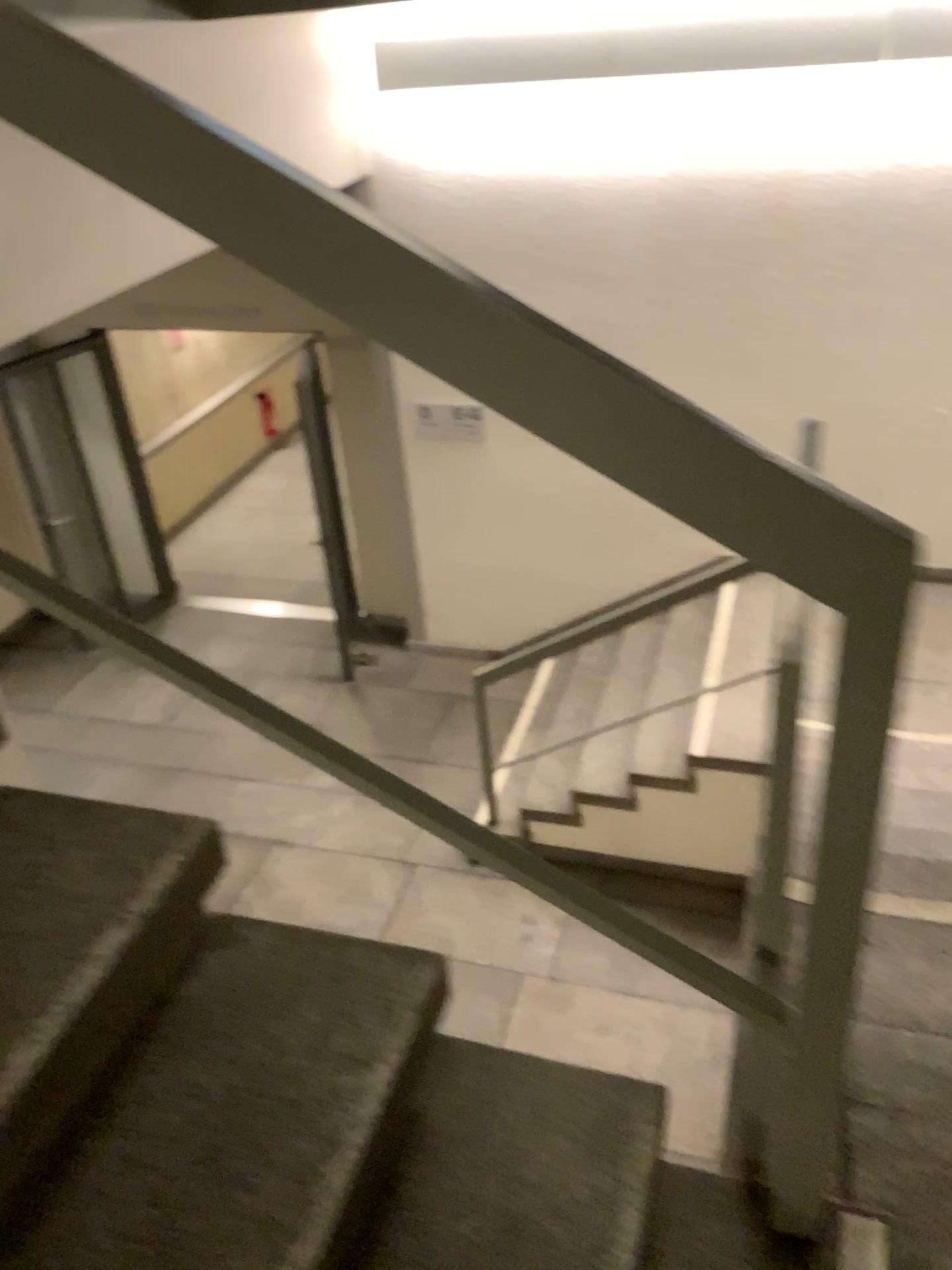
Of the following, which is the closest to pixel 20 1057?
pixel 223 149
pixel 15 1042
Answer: pixel 15 1042

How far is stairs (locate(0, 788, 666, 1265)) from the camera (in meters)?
1.05

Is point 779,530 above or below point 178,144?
below

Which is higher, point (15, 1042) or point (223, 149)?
point (223, 149)

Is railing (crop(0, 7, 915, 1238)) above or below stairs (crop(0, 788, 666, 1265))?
above

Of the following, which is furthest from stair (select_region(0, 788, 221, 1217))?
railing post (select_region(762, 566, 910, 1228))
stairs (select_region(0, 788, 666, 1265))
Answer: railing post (select_region(762, 566, 910, 1228))

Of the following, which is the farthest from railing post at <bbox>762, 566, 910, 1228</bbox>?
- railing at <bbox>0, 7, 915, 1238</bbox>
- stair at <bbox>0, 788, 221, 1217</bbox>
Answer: stair at <bbox>0, 788, 221, 1217</bbox>

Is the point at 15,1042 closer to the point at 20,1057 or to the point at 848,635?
the point at 20,1057

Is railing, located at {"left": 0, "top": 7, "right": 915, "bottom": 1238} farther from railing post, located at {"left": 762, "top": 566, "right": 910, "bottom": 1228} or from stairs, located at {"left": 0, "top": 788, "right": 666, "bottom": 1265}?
stairs, located at {"left": 0, "top": 788, "right": 666, "bottom": 1265}

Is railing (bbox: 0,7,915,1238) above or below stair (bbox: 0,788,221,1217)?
above
